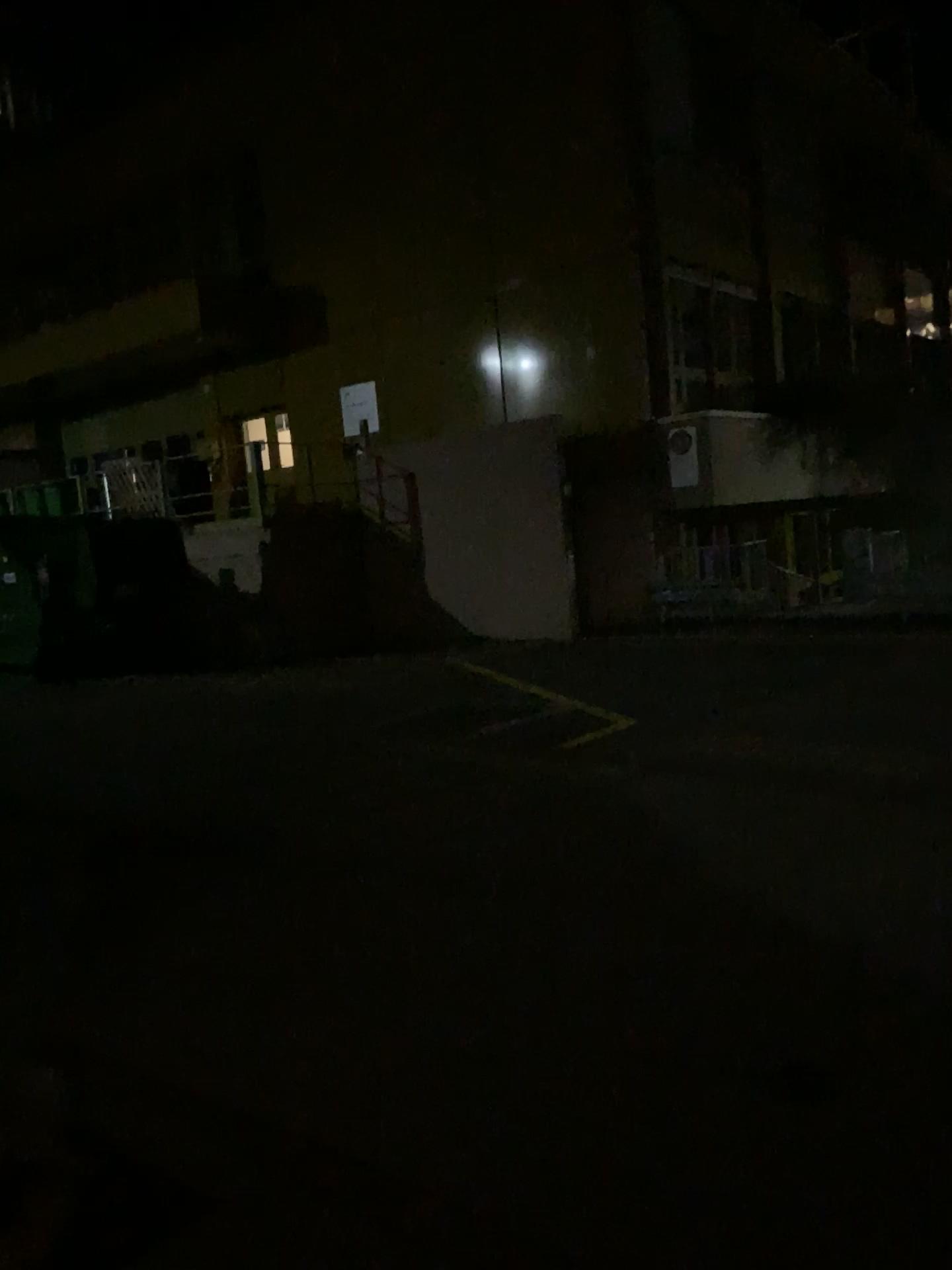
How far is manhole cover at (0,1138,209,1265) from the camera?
2.4m

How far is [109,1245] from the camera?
2.4m

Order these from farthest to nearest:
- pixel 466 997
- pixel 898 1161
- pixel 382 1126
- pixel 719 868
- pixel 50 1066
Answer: pixel 719 868 → pixel 466 997 → pixel 50 1066 → pixel 382 1126 → pixel 898 1161
